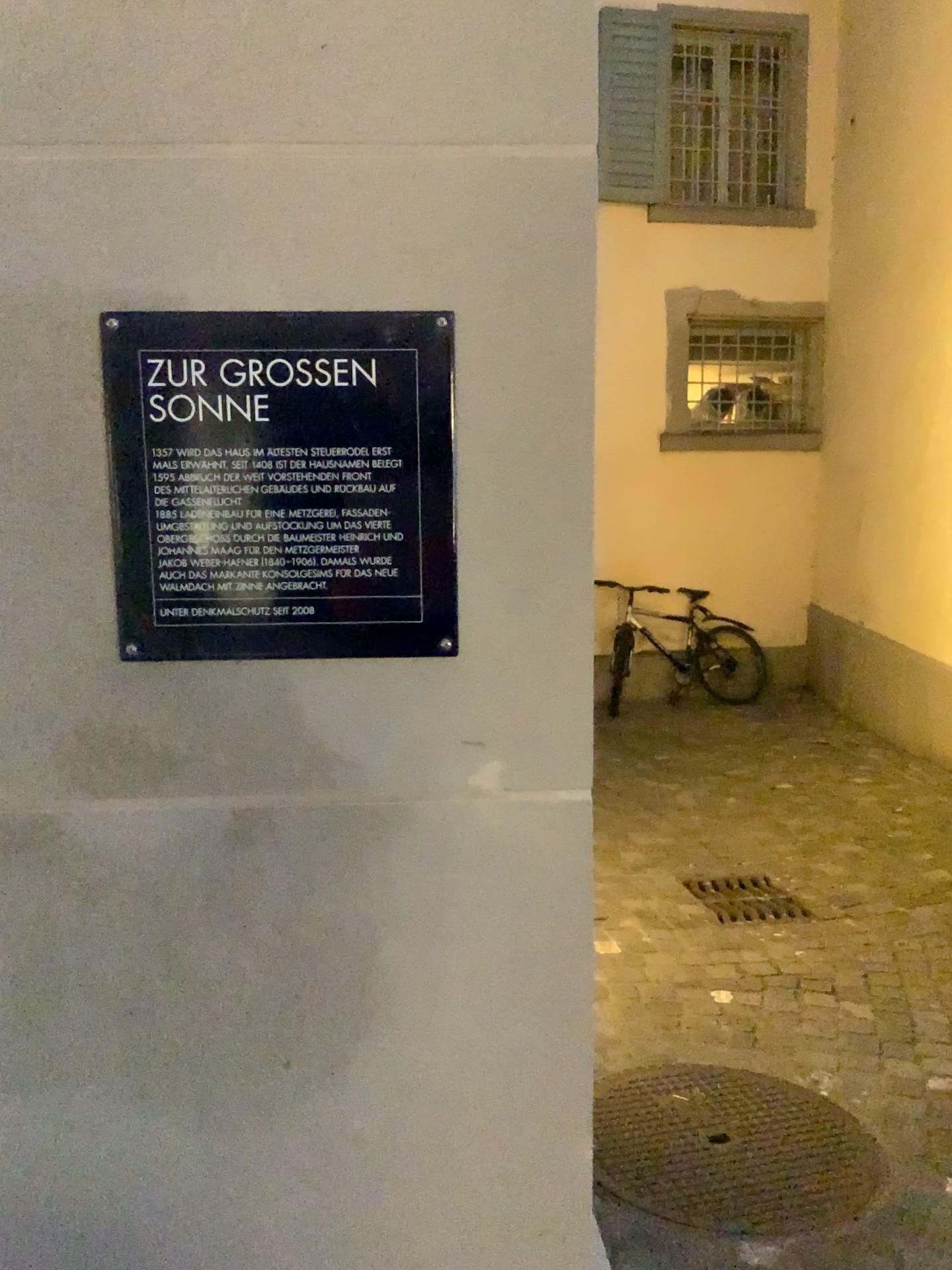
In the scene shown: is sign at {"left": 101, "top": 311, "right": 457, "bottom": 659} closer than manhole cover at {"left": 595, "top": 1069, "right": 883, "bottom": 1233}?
Yes

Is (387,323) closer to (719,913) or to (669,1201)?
(669,1201)

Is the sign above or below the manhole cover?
above

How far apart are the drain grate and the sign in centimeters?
325cm

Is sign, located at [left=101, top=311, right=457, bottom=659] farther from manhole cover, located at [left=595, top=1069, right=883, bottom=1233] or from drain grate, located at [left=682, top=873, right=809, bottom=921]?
drain grate, located at [left=682, top=873, right=809, bottom=921]

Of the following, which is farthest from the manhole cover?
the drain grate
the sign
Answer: the sign

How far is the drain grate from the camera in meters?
3.8 m

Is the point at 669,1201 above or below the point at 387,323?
below

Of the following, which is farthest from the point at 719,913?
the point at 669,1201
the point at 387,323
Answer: the point at 387,323

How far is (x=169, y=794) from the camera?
0.9 meters
